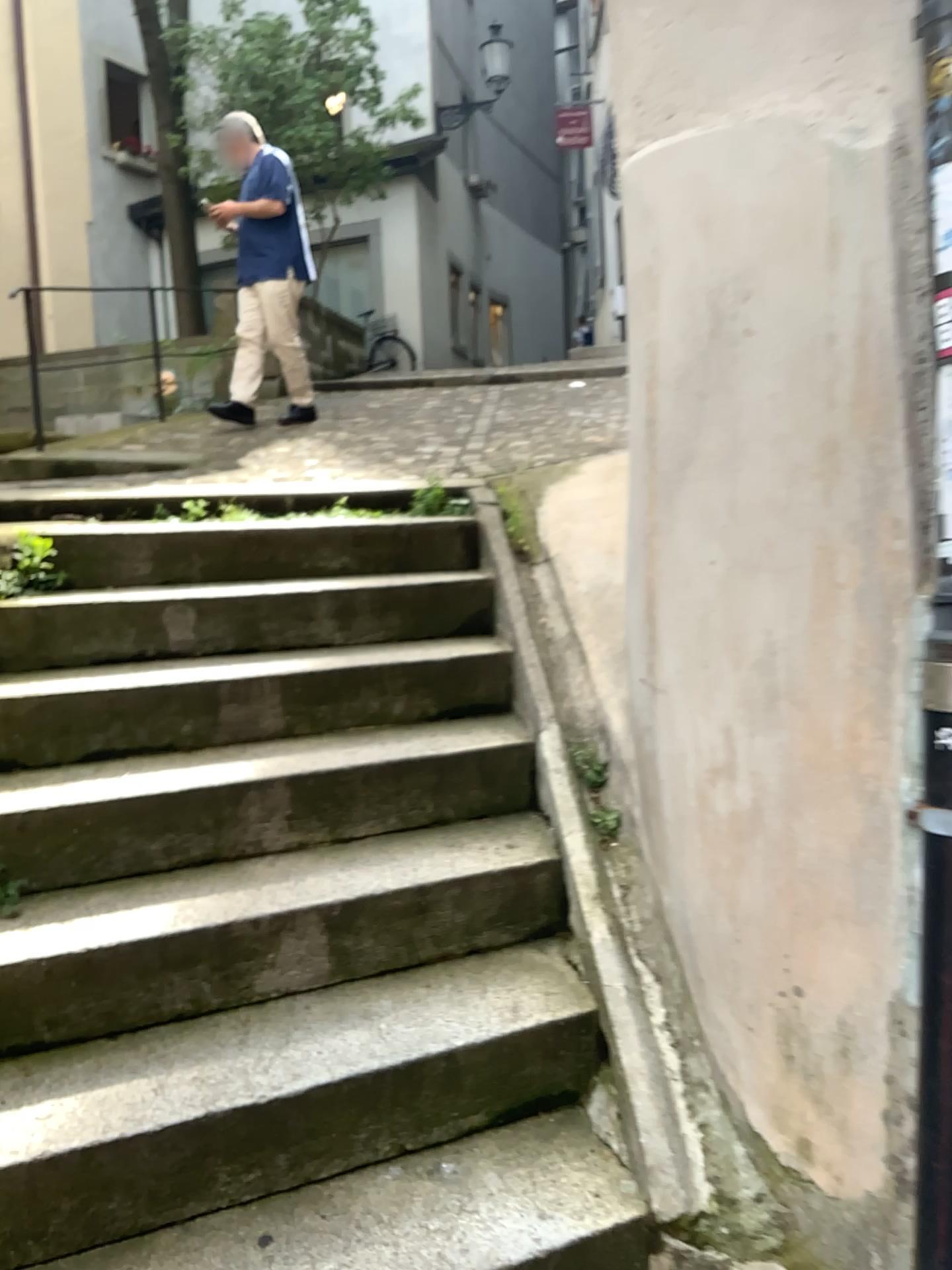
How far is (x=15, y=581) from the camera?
3.0 meters

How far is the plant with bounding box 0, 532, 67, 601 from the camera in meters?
3.0 m

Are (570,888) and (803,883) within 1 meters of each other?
yes
